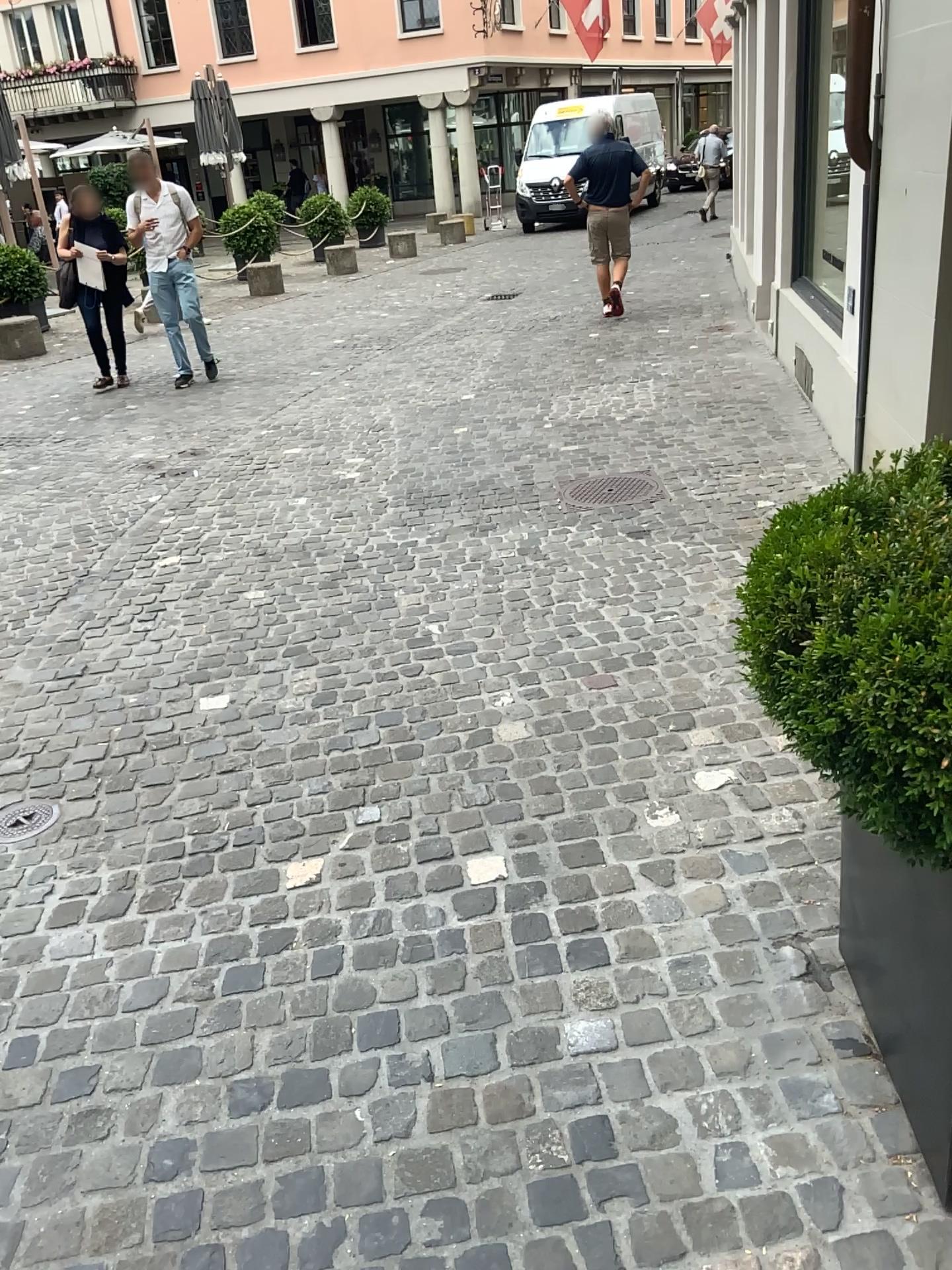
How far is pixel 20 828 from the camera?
3.0 meters

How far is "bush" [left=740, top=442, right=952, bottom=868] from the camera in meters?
1.3

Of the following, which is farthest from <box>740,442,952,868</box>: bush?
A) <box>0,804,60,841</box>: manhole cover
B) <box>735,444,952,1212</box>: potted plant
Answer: <box>0,804,60,841</box>: manhole cover

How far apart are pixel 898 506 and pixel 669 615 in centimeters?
221cm

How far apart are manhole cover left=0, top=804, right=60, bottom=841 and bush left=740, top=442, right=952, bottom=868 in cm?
222

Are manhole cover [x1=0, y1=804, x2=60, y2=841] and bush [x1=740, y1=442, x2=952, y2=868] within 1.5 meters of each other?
no

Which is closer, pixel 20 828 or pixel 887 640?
pixel 887 640

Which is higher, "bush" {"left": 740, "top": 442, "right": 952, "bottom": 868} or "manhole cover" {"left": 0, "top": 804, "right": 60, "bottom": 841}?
"bush" {"left": 740, "top": 442, "right": 952, "bottom": 868}

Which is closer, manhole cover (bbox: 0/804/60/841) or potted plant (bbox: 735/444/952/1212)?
potted plant (bbox: 735/444/952/1212)

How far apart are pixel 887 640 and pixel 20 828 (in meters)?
2.51
